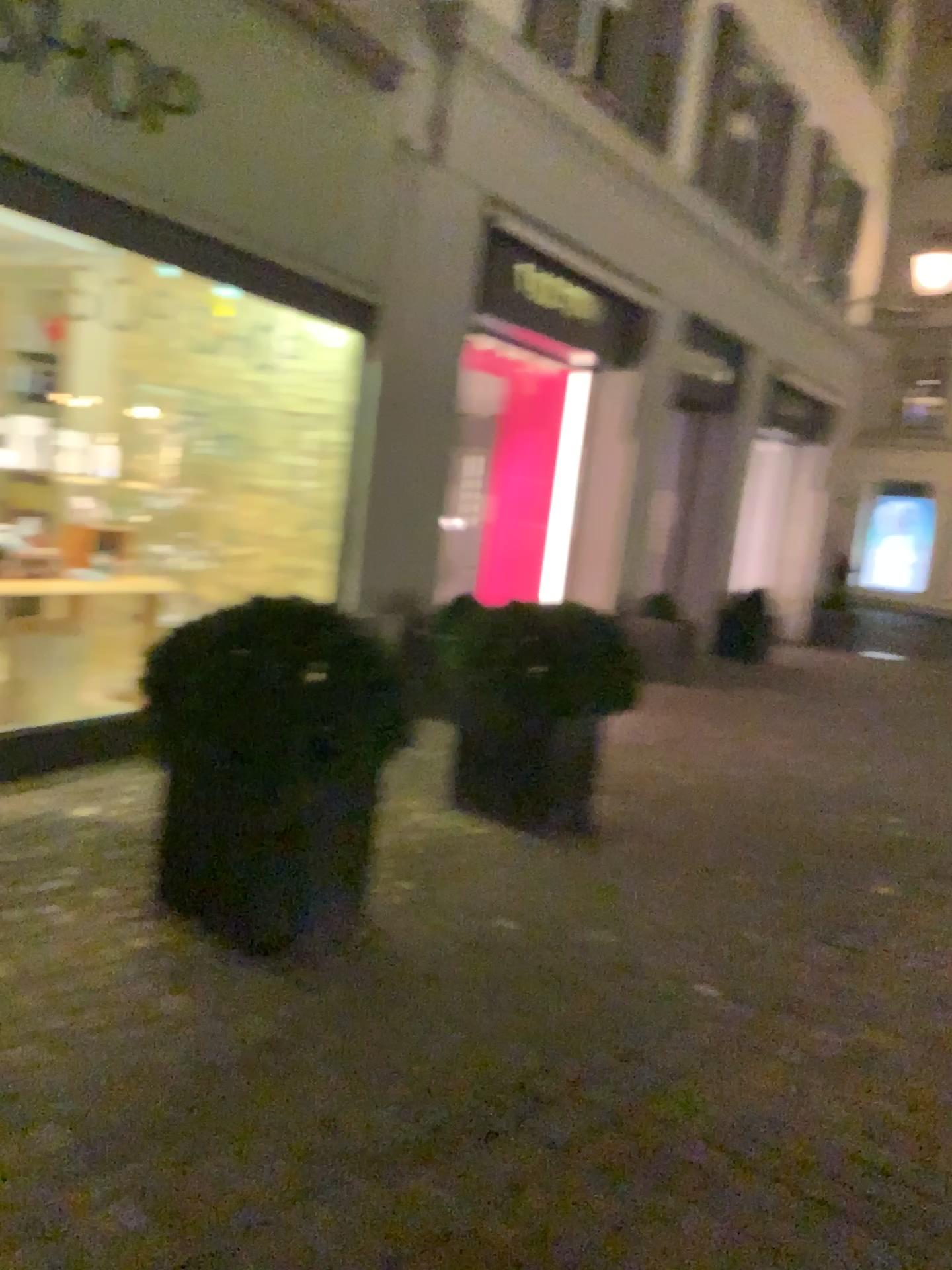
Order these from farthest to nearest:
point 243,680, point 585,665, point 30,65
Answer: point 585,665 < point 30,65 < point 243,680

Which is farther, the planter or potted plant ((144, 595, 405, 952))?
the planter

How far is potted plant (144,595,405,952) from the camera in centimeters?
301cm

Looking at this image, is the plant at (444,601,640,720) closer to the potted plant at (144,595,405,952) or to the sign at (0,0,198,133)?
the potted plant at (144,595,405,952)

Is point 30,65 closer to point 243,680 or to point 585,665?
point 243,680

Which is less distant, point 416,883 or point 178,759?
point 178,759

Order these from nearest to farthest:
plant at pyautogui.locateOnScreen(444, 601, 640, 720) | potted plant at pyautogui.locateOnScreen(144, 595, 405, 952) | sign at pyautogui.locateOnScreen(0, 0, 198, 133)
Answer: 1. potted plant at pyautogui.locateOnScreen(144, 595, 405, 952)
2. sign at pyautogui.locateOnScreen(0, 0, 198, 133)
3. plant at pyautogui.locateOnScreen(444, 601, 640, 720)

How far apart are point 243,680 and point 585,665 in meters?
1.8 m

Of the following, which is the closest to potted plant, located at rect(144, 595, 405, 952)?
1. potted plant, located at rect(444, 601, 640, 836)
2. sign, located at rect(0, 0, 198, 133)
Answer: potted plant, located at rect(444, 601, 640, 836)

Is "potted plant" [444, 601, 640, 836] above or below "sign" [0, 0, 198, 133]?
below
